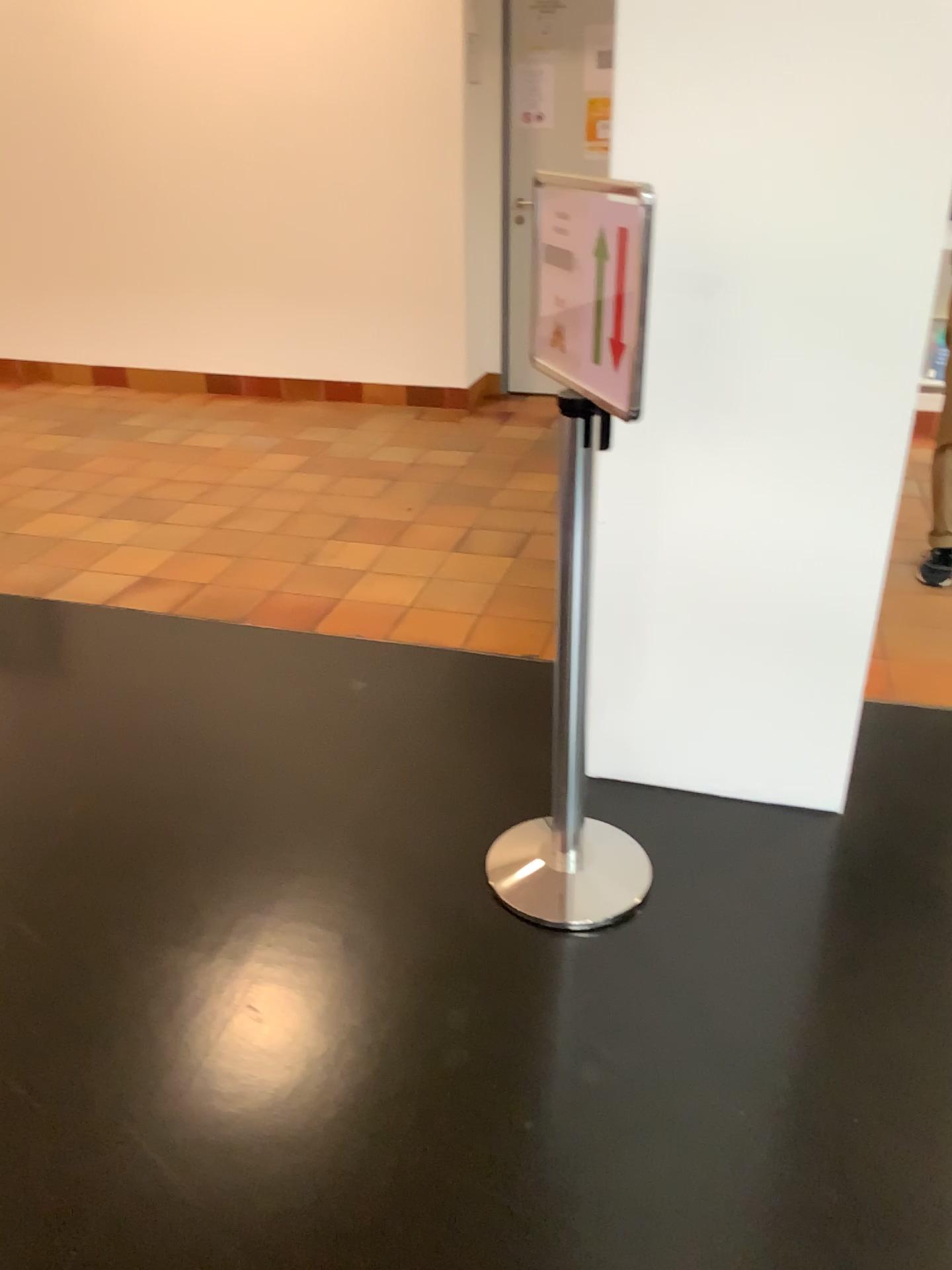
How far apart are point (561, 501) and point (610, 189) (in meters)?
0.53

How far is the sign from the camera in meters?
1.7 m

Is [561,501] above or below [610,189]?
below

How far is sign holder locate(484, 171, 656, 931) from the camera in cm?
186

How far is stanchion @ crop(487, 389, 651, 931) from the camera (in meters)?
1.90

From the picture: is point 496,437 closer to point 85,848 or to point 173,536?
point 173,536

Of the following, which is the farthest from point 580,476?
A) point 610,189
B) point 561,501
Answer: point 610,189
